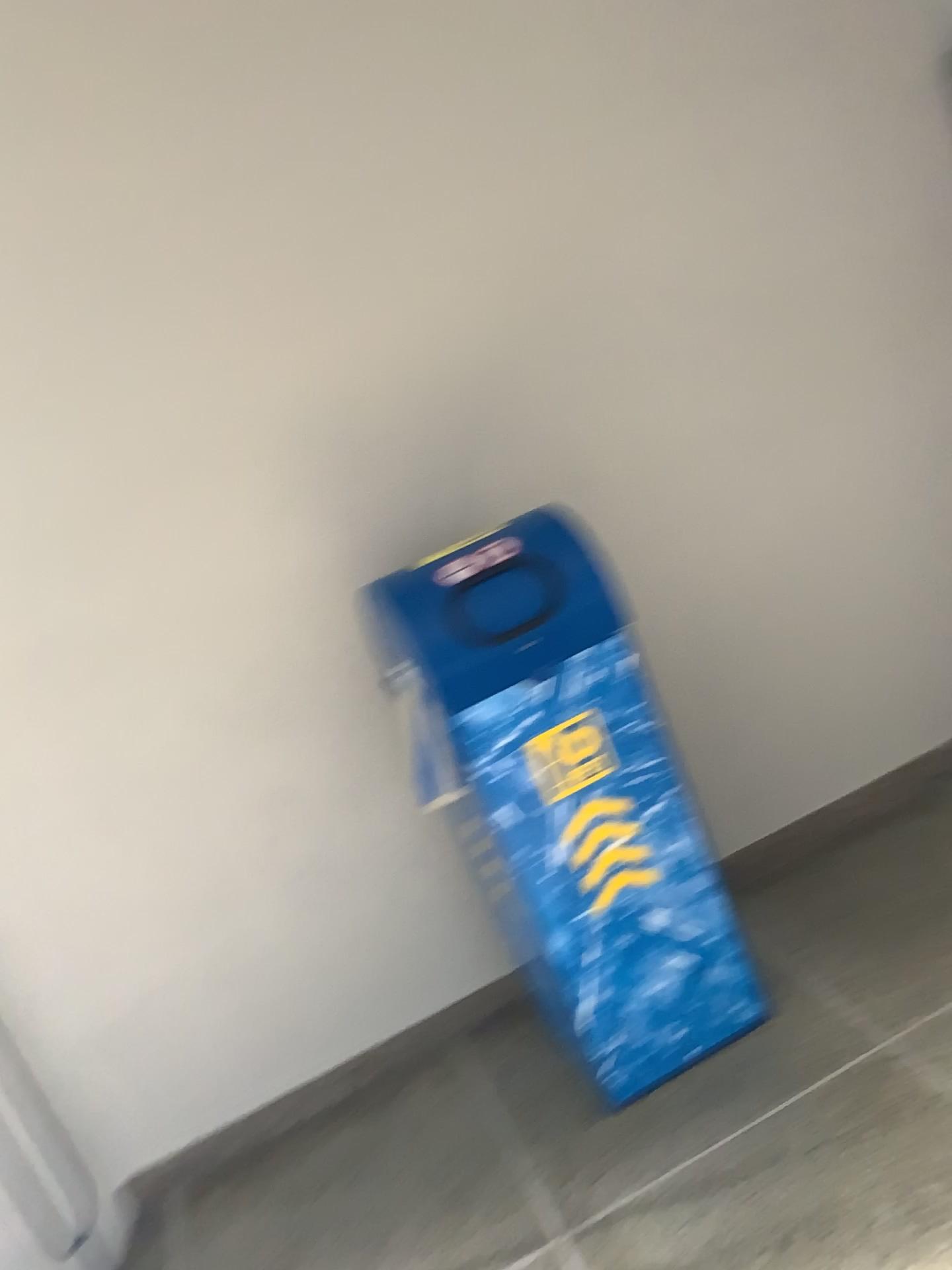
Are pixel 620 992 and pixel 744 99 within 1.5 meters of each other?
no

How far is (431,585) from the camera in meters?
1.8 m

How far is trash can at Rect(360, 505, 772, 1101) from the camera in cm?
184
